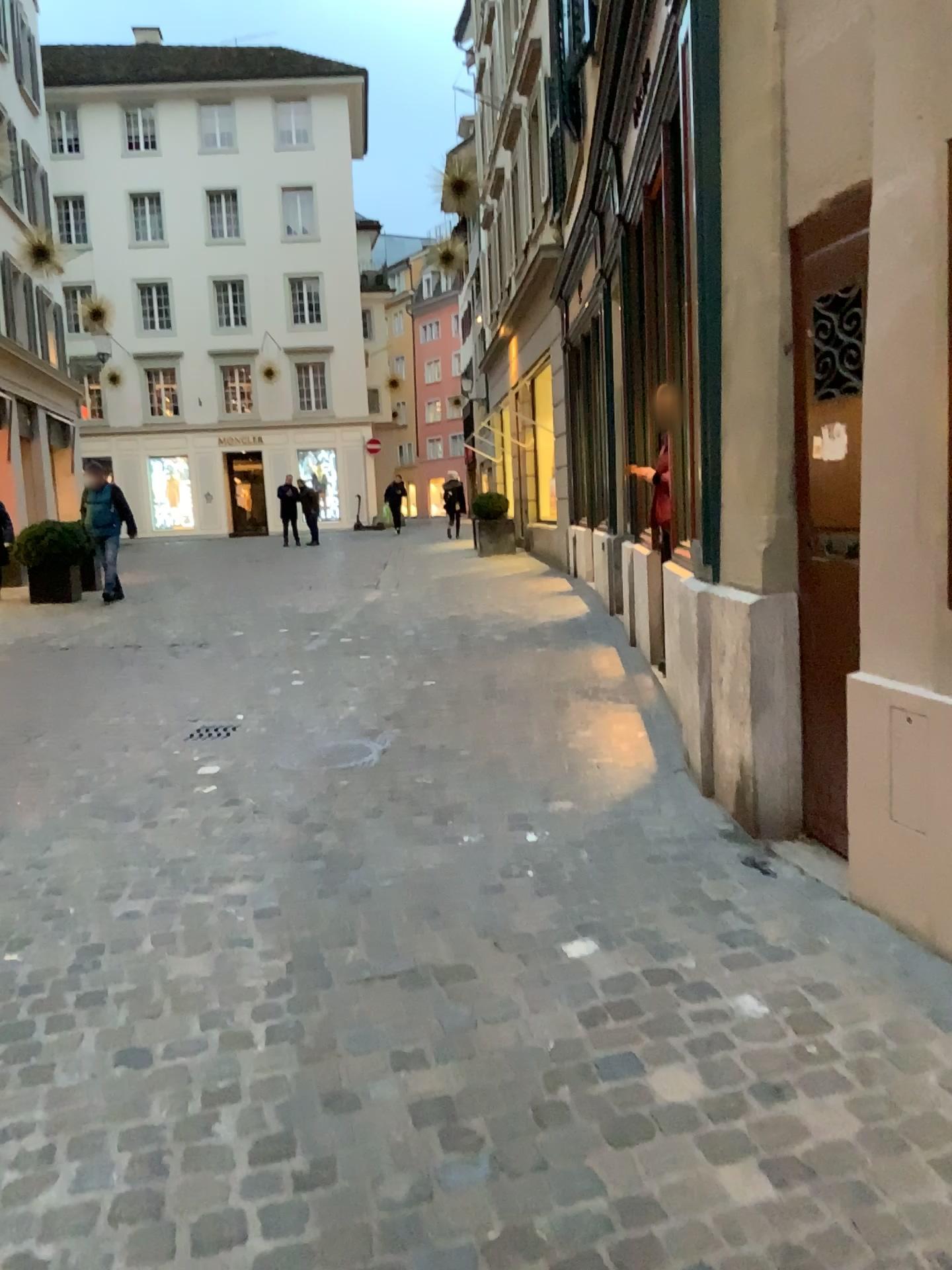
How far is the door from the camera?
3.0 meters

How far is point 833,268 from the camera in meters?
3.0

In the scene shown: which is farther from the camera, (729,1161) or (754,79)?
(754,79)
